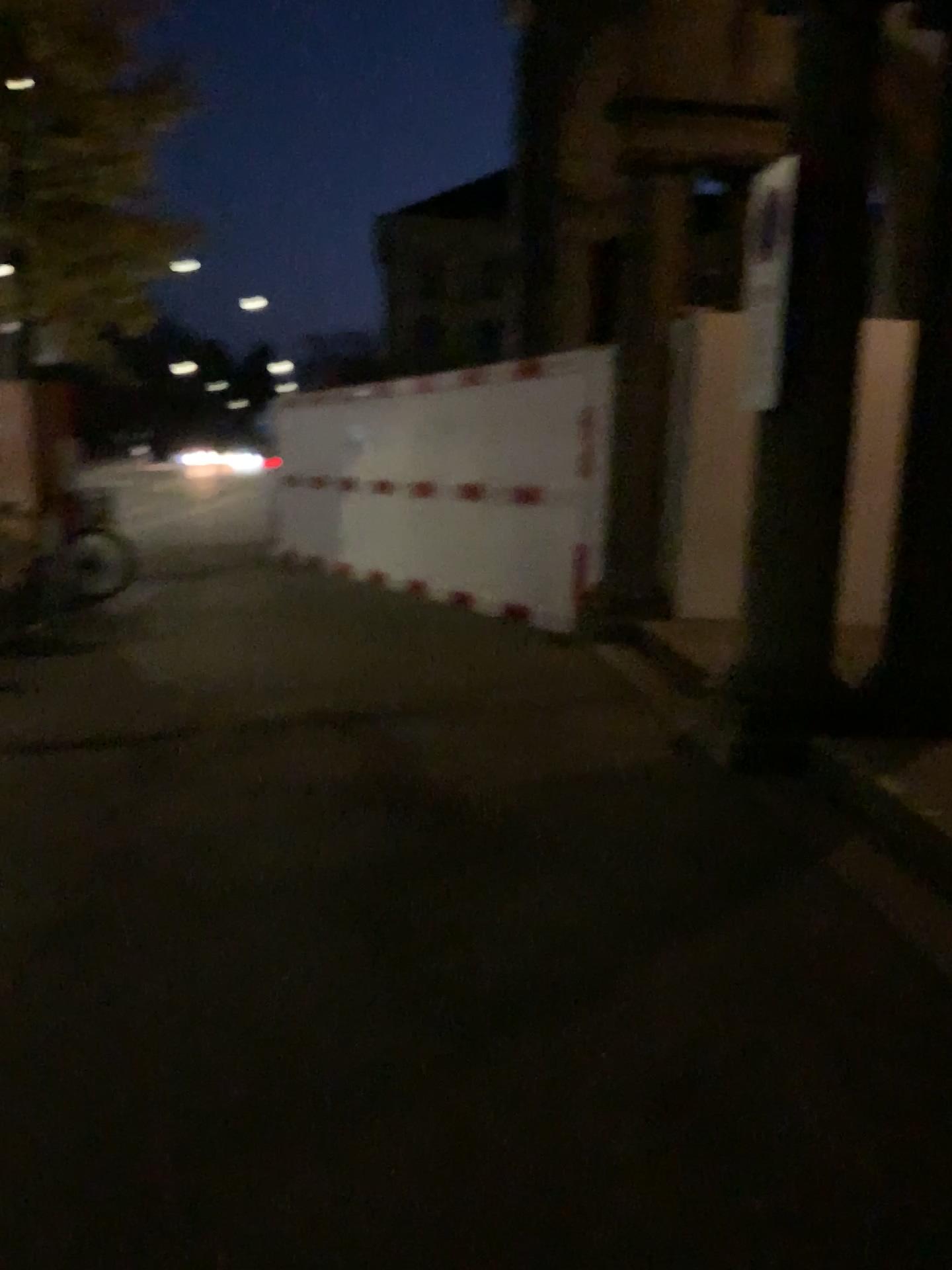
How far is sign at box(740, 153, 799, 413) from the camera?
4.4m

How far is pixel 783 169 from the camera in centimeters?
444cm

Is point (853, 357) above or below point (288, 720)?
above
